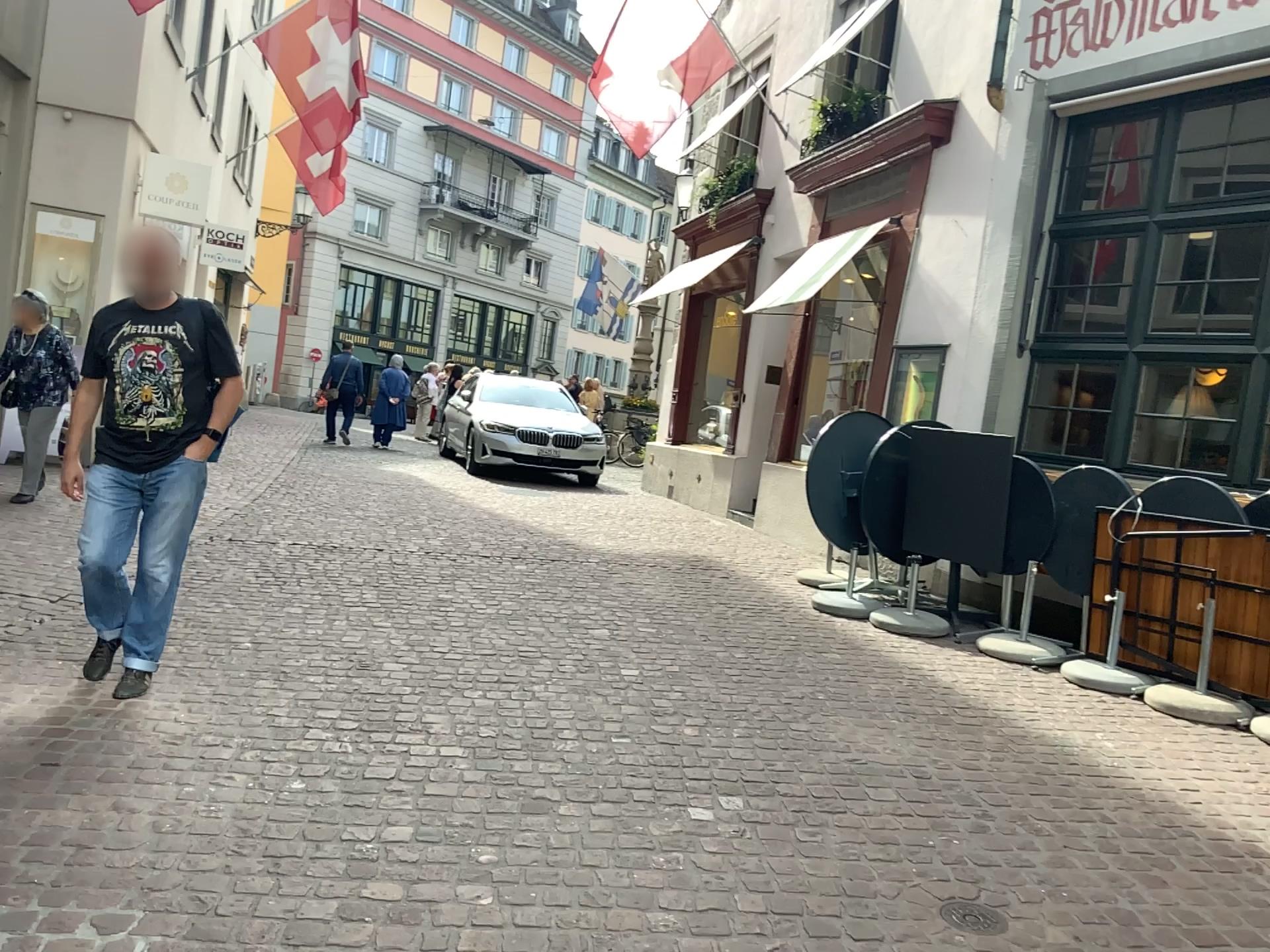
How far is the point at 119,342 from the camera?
3.79m

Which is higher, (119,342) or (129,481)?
(119,342)

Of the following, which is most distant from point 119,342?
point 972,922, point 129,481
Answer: point 972,922

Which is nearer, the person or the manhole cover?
the manhole cover

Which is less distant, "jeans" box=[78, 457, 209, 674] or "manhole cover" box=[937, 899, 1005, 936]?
"manhole cover" box=[937, 899, 1005, 936]

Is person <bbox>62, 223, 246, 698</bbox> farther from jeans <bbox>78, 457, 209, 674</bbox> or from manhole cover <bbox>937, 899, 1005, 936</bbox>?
manhole cover <bbox>937, 899, 1005, 936</bbox>

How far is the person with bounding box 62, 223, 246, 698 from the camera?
3.79m

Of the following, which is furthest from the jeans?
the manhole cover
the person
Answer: the manhole cover

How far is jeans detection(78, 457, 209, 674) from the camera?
3.85m

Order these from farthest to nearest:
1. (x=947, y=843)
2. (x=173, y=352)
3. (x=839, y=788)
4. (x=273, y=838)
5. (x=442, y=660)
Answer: (x=442, y=660), (x=173, y=352), (x=839, y=788), (x=947, y=843), (x=273, y=838)
